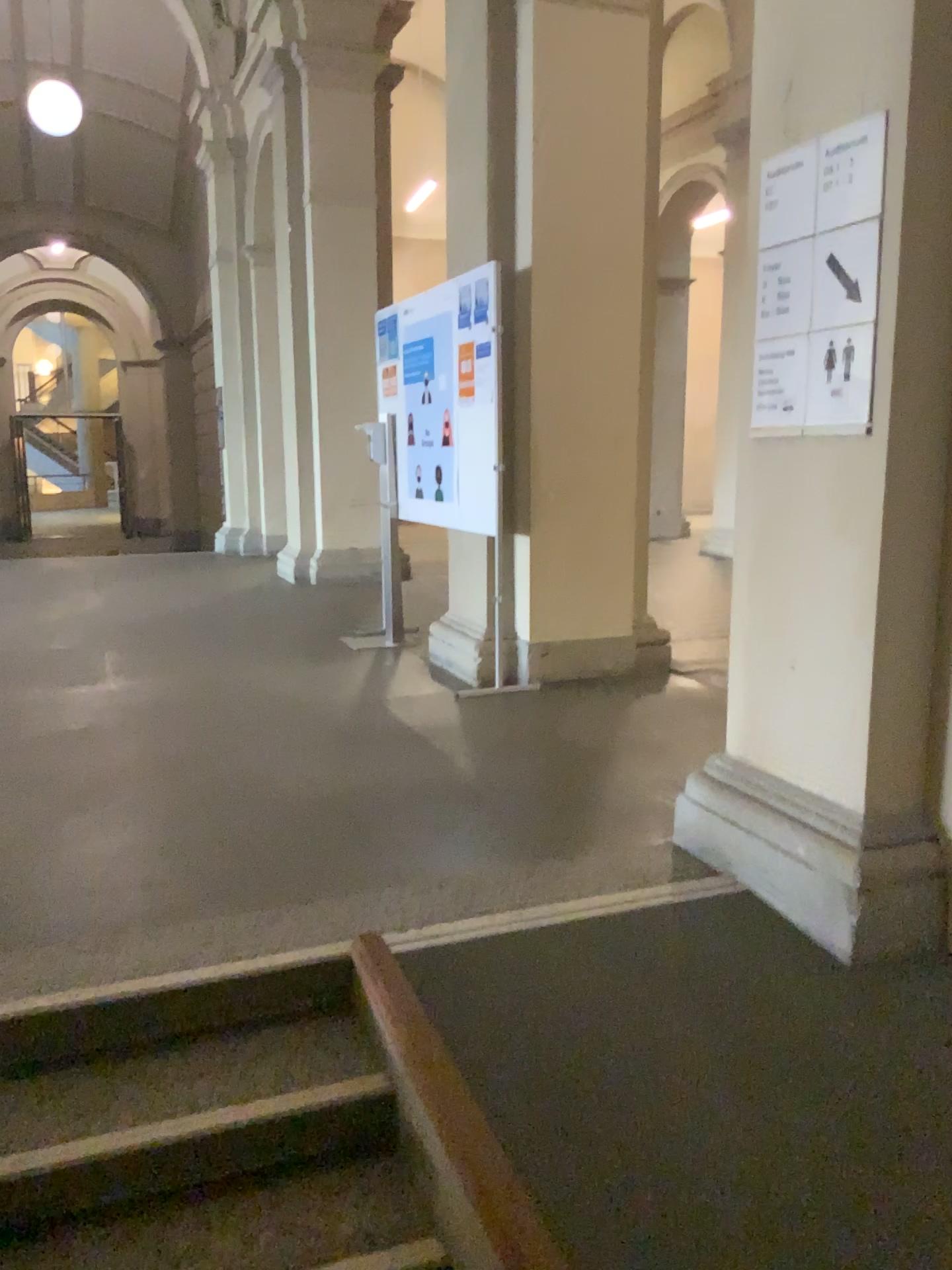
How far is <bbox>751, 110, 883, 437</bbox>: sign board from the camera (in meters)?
2.32

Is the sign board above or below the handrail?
above

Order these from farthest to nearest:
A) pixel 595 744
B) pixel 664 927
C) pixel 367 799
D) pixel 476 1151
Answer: pixel 595 744 < pixel 367 799 < pixel 664 927 < pixel 476 1151

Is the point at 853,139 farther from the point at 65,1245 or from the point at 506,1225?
the point at 65,1245

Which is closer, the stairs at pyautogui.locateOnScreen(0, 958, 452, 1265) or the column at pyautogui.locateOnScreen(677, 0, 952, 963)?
the stairs at pyautogui.locateOnScreen(0, 958, 452, 1265)

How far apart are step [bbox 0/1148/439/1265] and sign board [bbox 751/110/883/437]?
1.8 meters

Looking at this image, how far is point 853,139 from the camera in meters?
2.3

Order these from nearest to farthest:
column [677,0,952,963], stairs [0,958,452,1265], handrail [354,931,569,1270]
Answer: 1. handrail [354,931,569,1270]
2. stairs [0,958,452,1265]
3. column [677,0,952,963]

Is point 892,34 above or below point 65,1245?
above

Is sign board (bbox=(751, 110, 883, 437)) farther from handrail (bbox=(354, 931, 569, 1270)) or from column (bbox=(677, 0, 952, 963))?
handrail (bbox=(354, 931, 569, 1270))
